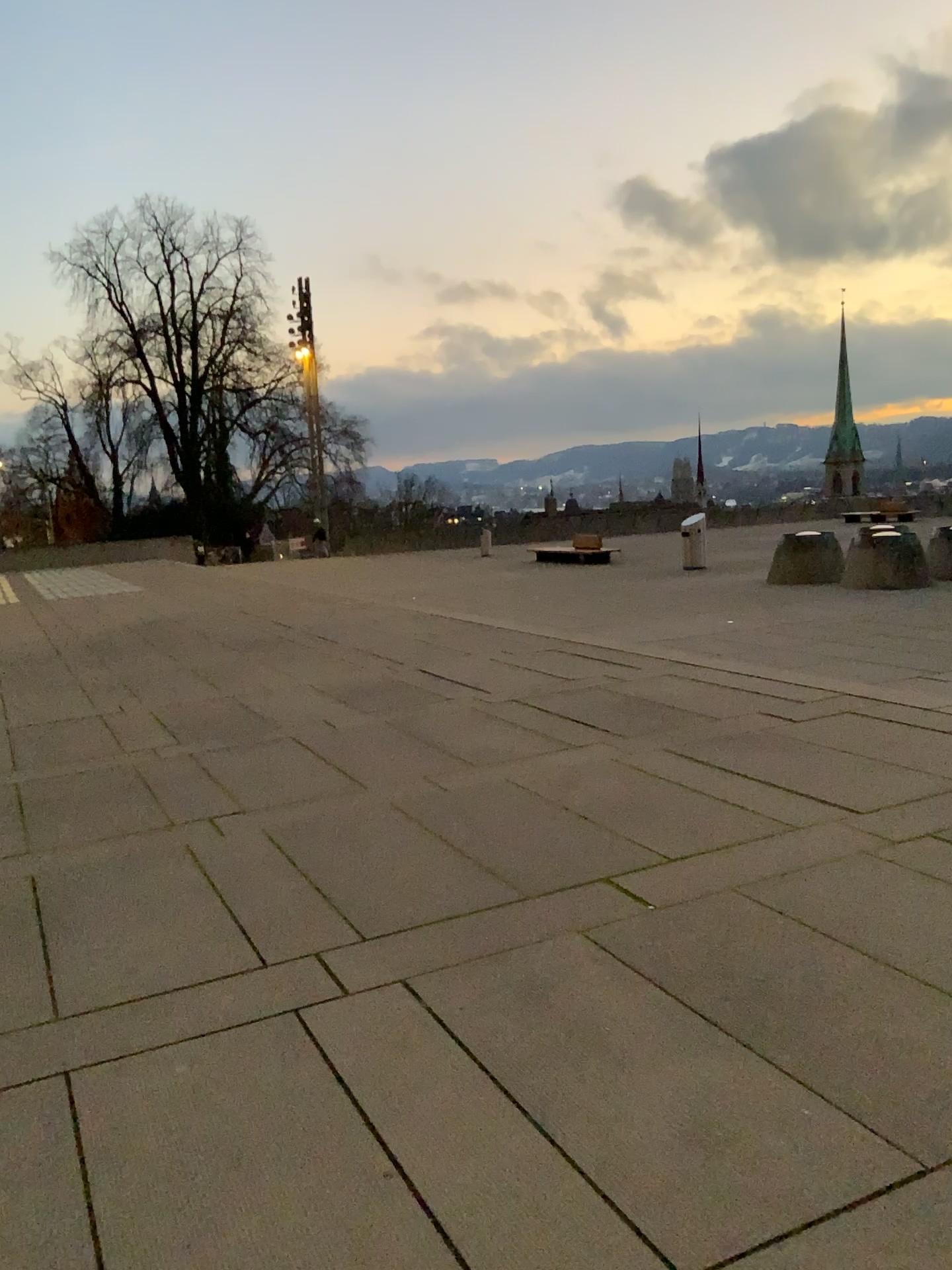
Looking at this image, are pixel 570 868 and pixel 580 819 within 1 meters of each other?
yes
